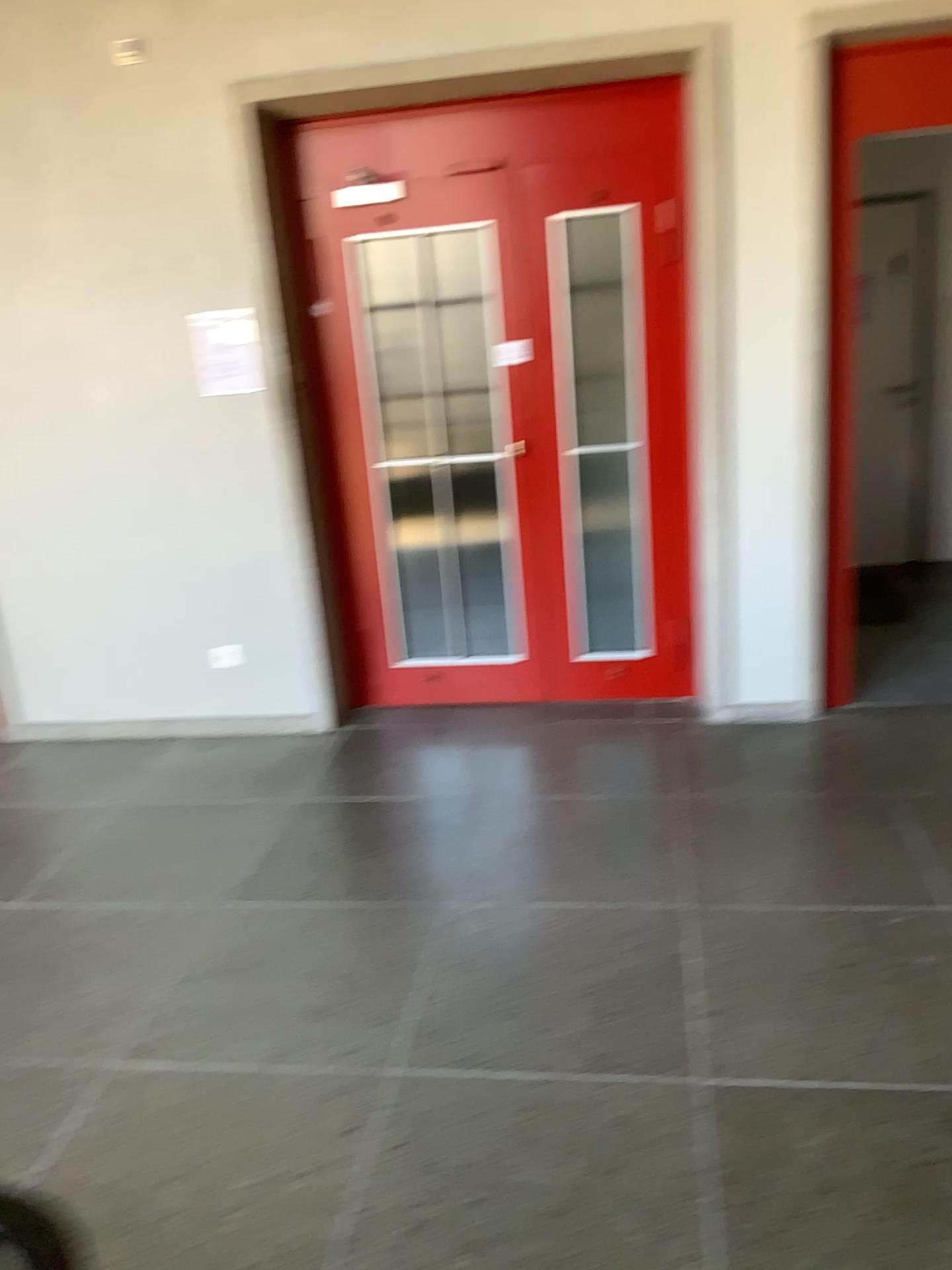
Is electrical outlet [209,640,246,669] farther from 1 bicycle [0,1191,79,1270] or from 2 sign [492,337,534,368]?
1 bicycle [0,1191,79,1270]

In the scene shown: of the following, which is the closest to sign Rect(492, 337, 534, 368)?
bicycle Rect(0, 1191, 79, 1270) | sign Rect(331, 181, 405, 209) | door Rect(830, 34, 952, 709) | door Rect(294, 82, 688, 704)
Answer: door Rect(294, 82, 688, 704)

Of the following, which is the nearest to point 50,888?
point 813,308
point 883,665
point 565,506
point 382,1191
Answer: point 382,1191

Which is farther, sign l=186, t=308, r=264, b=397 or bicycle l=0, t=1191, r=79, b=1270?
sign l=186, t=308, r=264, b=397

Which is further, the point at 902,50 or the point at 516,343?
the point at 516,343

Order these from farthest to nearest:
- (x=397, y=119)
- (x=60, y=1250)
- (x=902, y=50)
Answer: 1. (x=397, y=119)
2. (x=902, y=50)
3. (x=60, y=1250)

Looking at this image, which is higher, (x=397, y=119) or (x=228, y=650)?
(x=397, y=119)

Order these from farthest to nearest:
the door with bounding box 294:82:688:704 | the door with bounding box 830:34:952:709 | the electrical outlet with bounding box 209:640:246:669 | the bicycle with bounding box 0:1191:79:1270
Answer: the electrical outlet with bounding box 209:640:246:669 → the door with bounding box 294:82:688:704 → the door with bounding box 830:34:952:709 → the bicycle with bounding box 0:1191:79:1270

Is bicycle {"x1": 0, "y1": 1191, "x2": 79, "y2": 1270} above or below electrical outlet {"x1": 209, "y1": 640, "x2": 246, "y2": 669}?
below

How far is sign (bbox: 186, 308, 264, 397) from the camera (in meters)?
3.97
